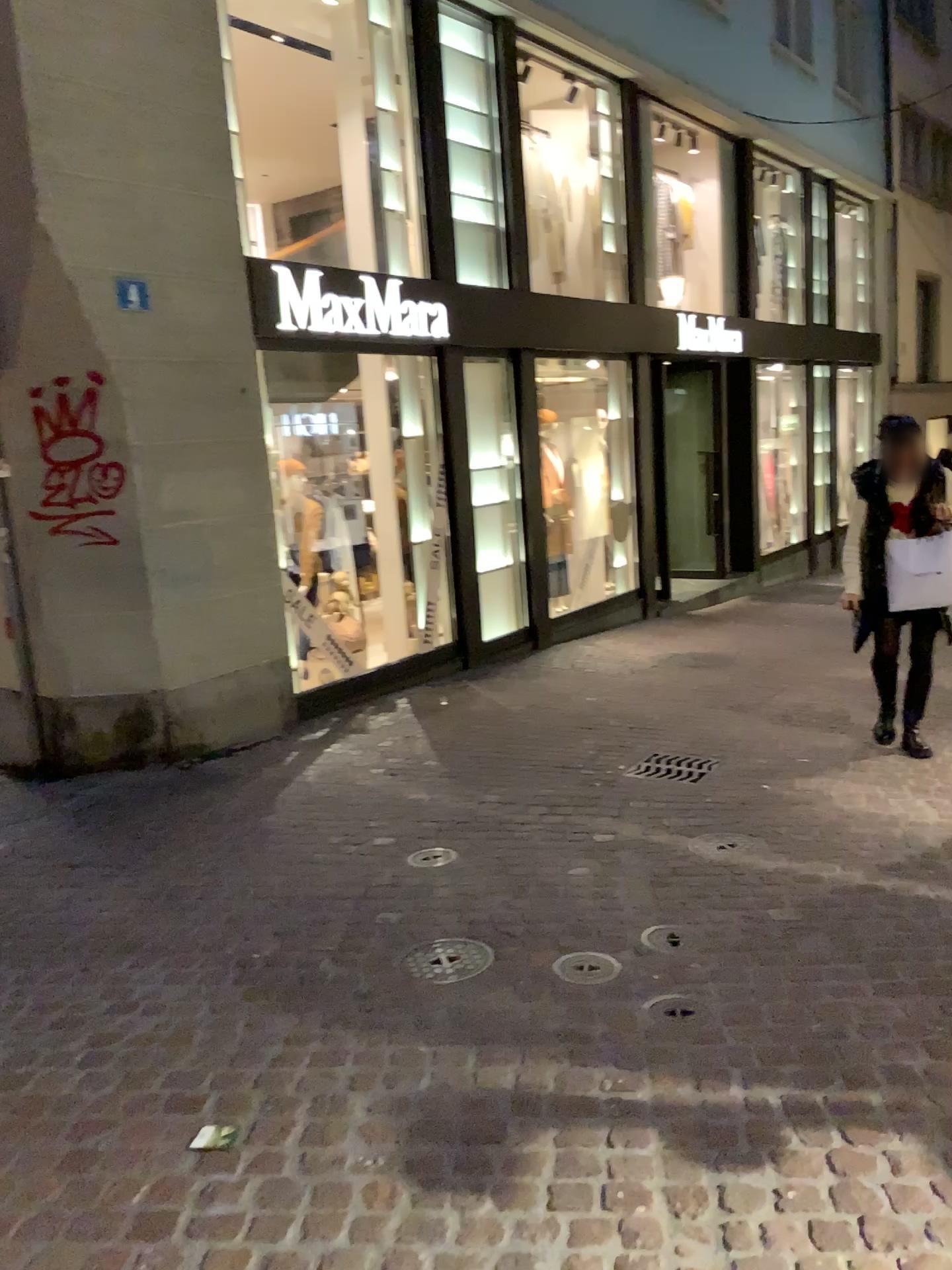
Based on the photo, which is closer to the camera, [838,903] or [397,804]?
[838,903]

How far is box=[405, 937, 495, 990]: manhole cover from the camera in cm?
317

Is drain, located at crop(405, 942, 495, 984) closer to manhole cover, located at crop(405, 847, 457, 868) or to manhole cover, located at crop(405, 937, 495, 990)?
manhole cover, located at crop(405, 937, 495, 990)

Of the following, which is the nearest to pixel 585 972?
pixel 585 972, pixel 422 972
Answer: pixel 585 972

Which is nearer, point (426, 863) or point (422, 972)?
point (422, 972)

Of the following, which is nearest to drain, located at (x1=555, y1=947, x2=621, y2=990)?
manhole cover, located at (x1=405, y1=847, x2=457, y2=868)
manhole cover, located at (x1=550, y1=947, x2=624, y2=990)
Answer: manhole cover, located at (x1=550, y1=947, x2=624, y2=990)

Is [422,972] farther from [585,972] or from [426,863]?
[426,863]

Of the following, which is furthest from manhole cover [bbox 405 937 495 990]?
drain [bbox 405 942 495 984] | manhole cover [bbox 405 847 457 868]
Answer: manhole cover [bbox 405 847 457 868]

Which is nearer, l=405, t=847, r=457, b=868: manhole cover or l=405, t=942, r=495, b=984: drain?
l=405, t=942, r=495, b=984: drain
